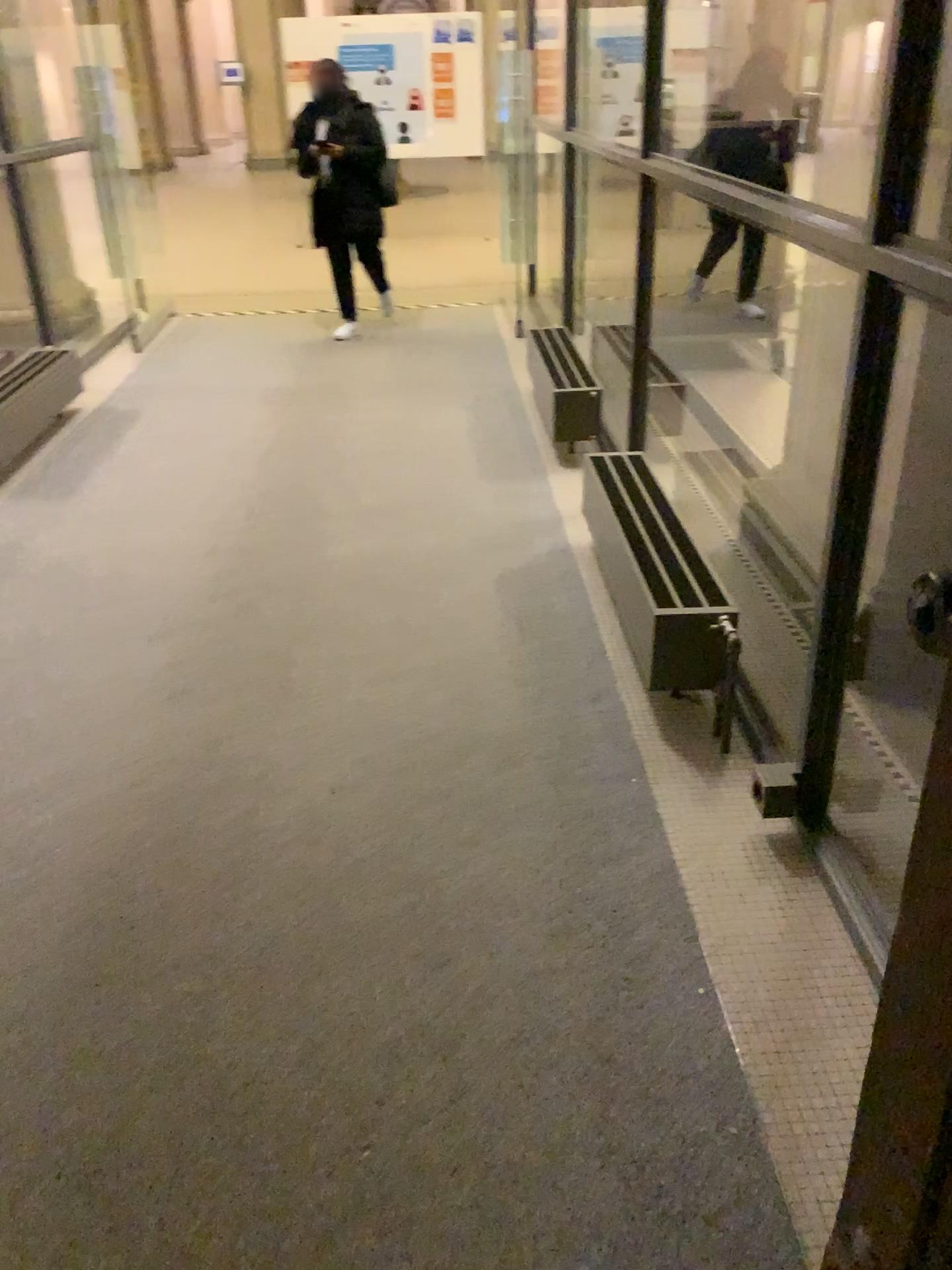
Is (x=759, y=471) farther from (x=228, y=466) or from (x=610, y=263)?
(x=610, y=263)
